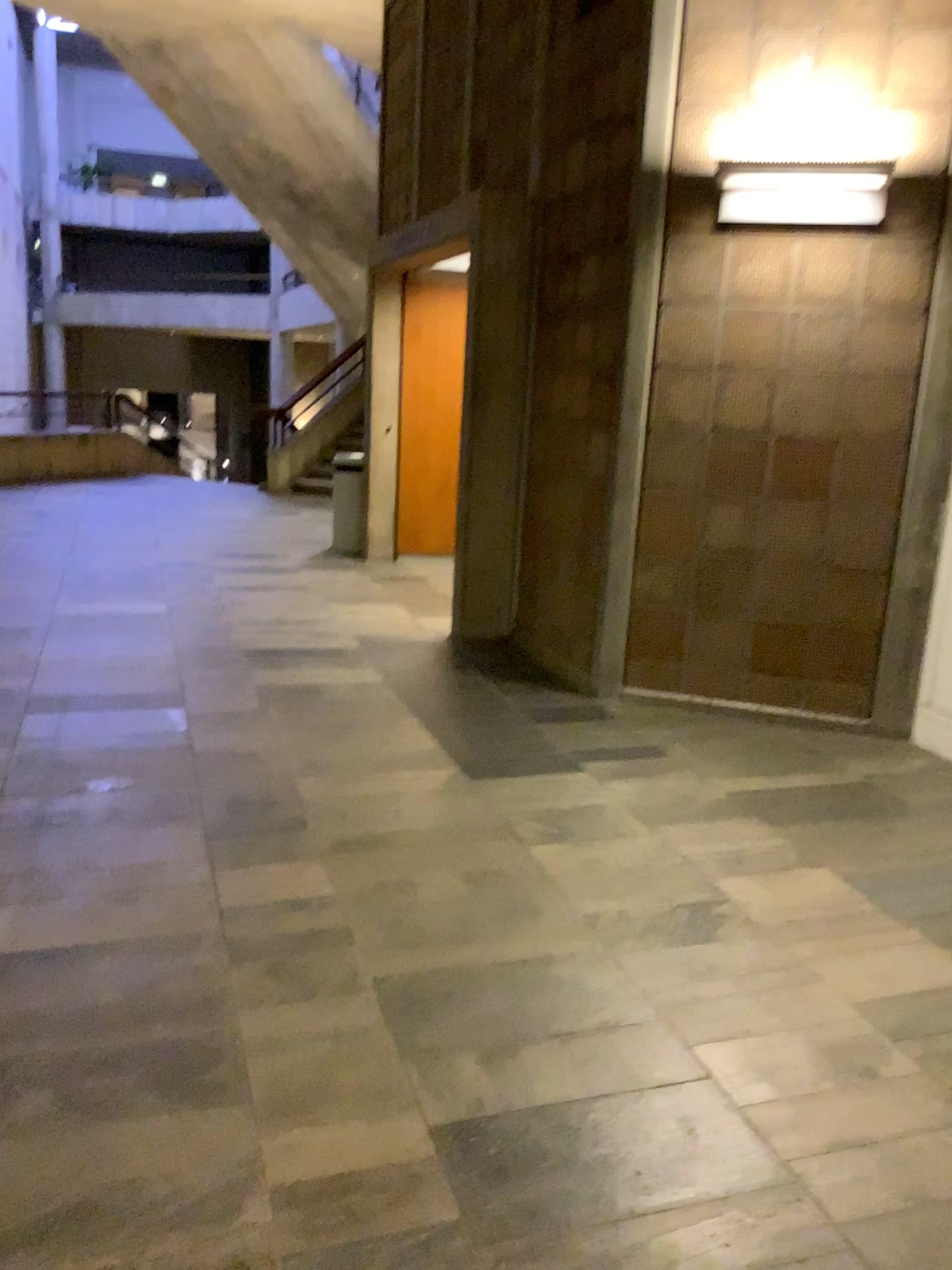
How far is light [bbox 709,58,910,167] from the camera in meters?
4.0

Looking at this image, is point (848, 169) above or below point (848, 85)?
below

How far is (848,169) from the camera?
4.0 meters

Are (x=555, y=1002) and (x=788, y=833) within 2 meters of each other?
yes

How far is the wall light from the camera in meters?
4.0 m

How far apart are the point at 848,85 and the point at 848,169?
0.3m
